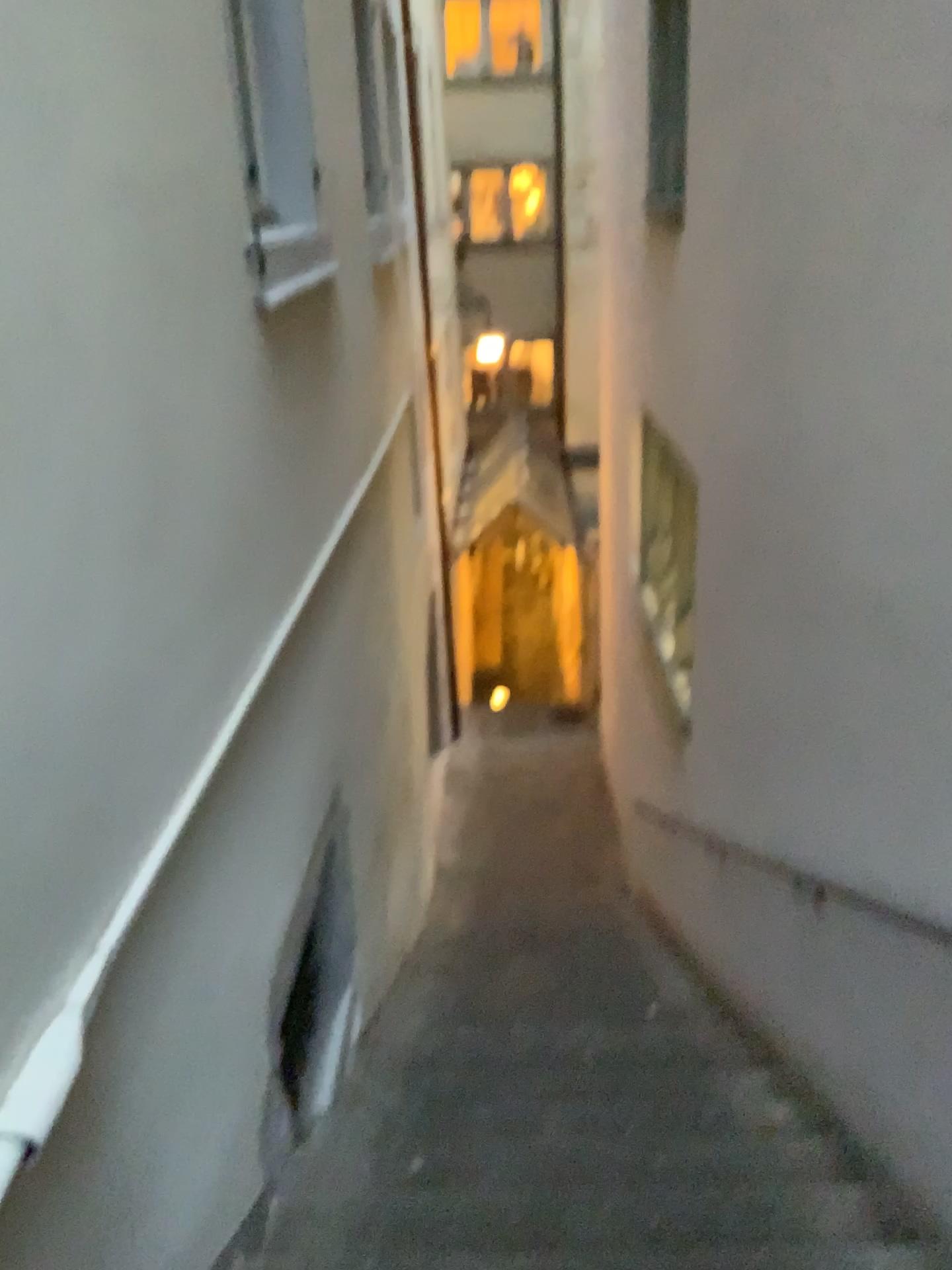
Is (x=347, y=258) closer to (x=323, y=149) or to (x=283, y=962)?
(x=323, y=149)
